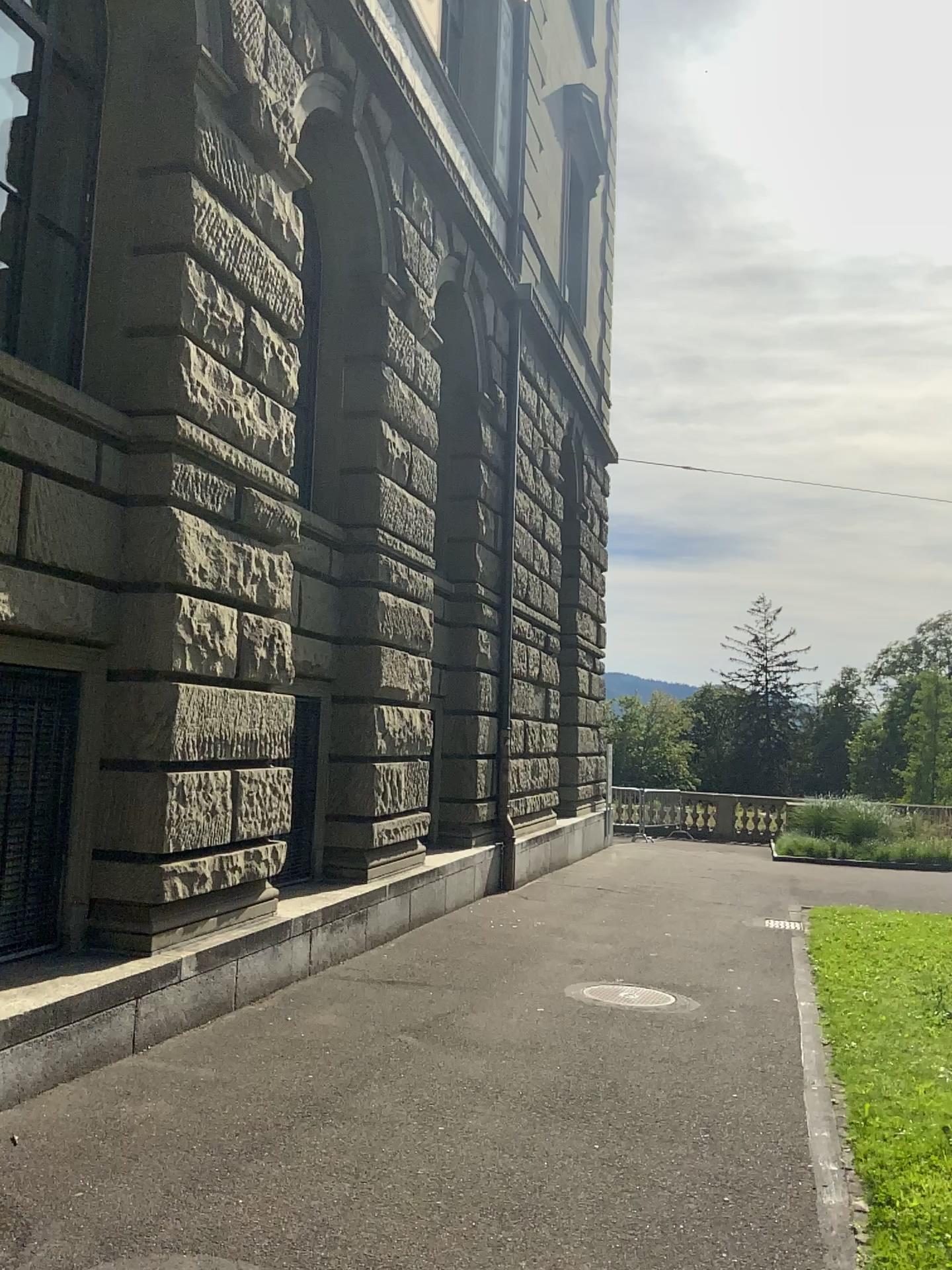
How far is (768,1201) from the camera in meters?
4.1 m
